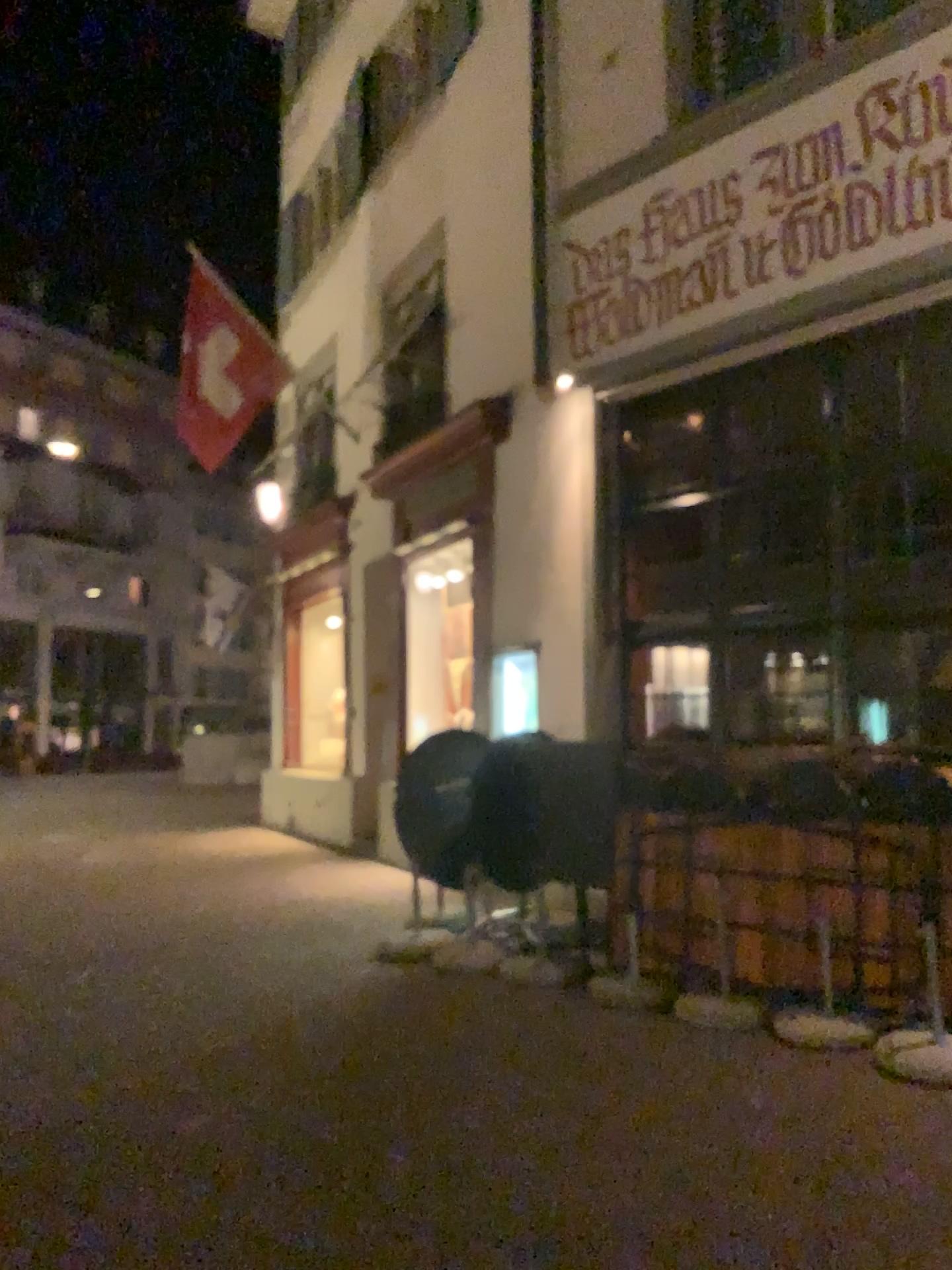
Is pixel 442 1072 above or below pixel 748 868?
below
